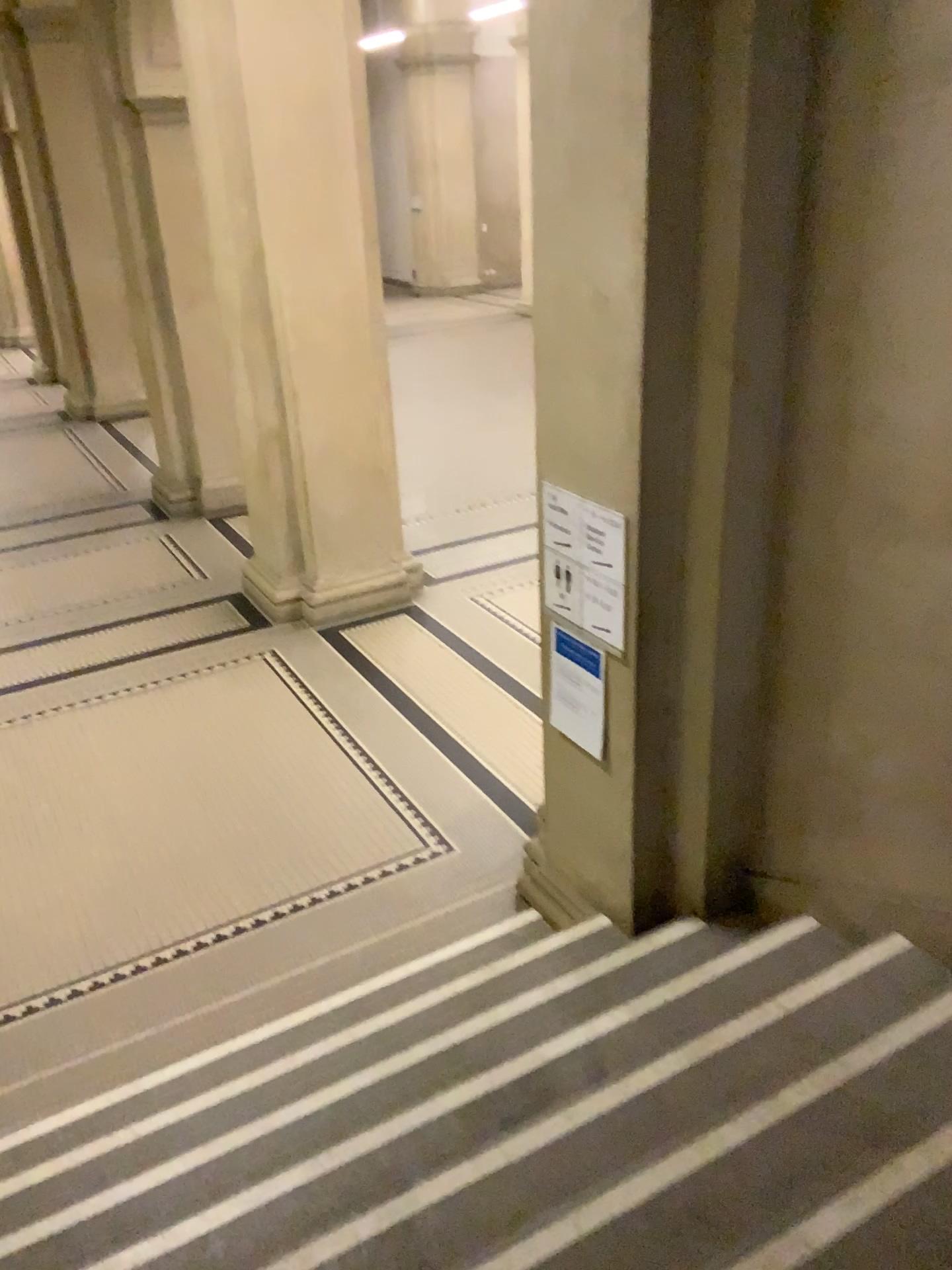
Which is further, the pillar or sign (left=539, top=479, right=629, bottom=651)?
sign (left=539, top=479, right=629, bottom=651)

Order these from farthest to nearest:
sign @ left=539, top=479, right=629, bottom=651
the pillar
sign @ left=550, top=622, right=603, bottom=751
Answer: sign @ left=550, top=622, right=603, bottom=751 < sign @ left=539, top=479, right=629, bottom=651 < the pillar

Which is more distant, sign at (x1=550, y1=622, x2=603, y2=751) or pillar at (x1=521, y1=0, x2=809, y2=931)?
sign at (x1=550, y1=622, x2=603, y2=751)

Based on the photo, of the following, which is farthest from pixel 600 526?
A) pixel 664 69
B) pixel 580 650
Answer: pixel 664 69

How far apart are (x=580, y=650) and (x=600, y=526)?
0.5 meters

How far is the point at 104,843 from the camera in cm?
472

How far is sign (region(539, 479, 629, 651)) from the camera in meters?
3.1

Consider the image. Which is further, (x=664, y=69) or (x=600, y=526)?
(x=600, y=526)

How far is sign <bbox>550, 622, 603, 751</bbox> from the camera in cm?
336

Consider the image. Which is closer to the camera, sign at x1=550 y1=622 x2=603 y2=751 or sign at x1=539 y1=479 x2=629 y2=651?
sign at x1=539 y1=479 x2=629 y2=651
